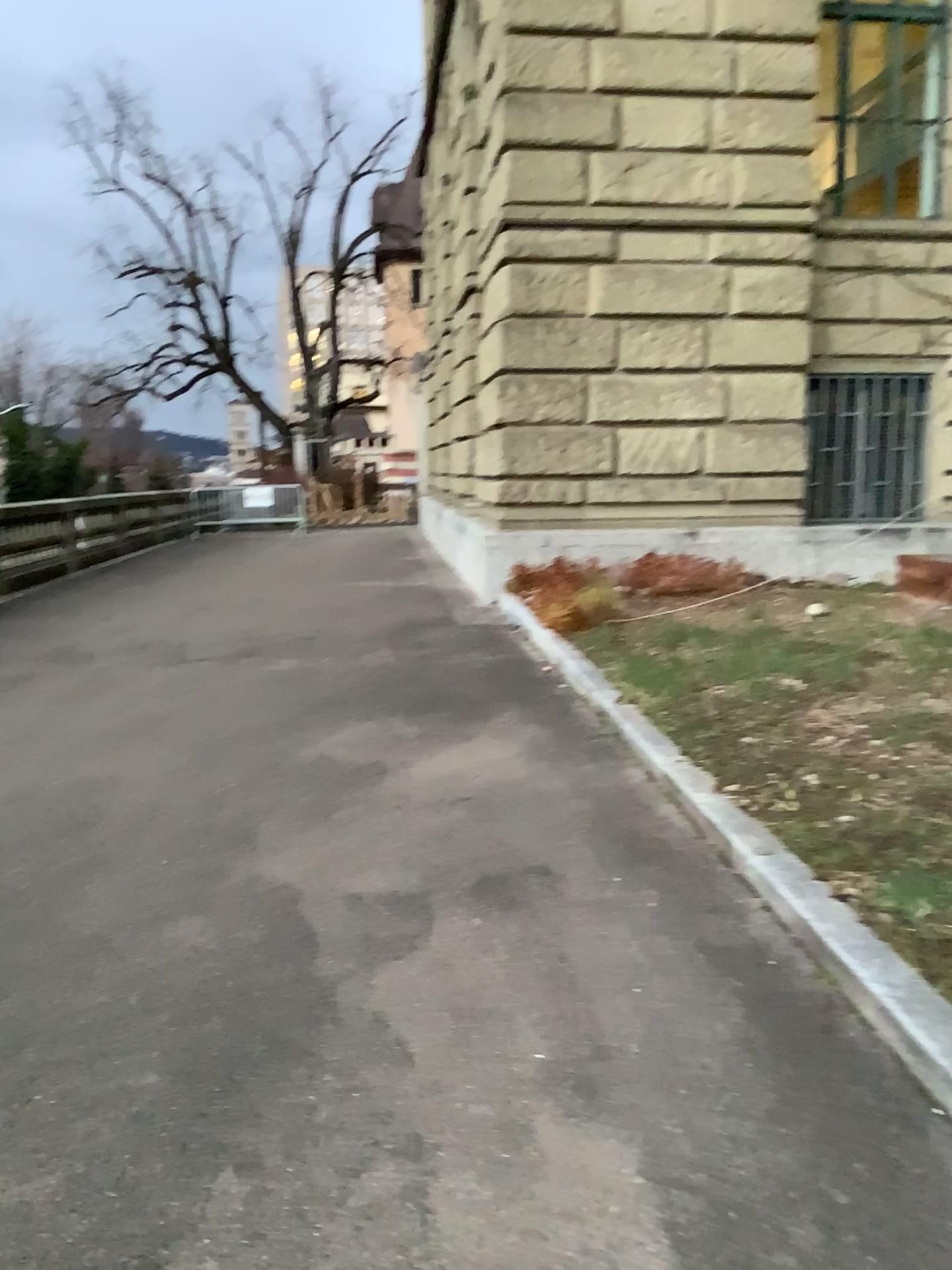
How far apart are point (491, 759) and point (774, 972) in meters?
2.1 m
